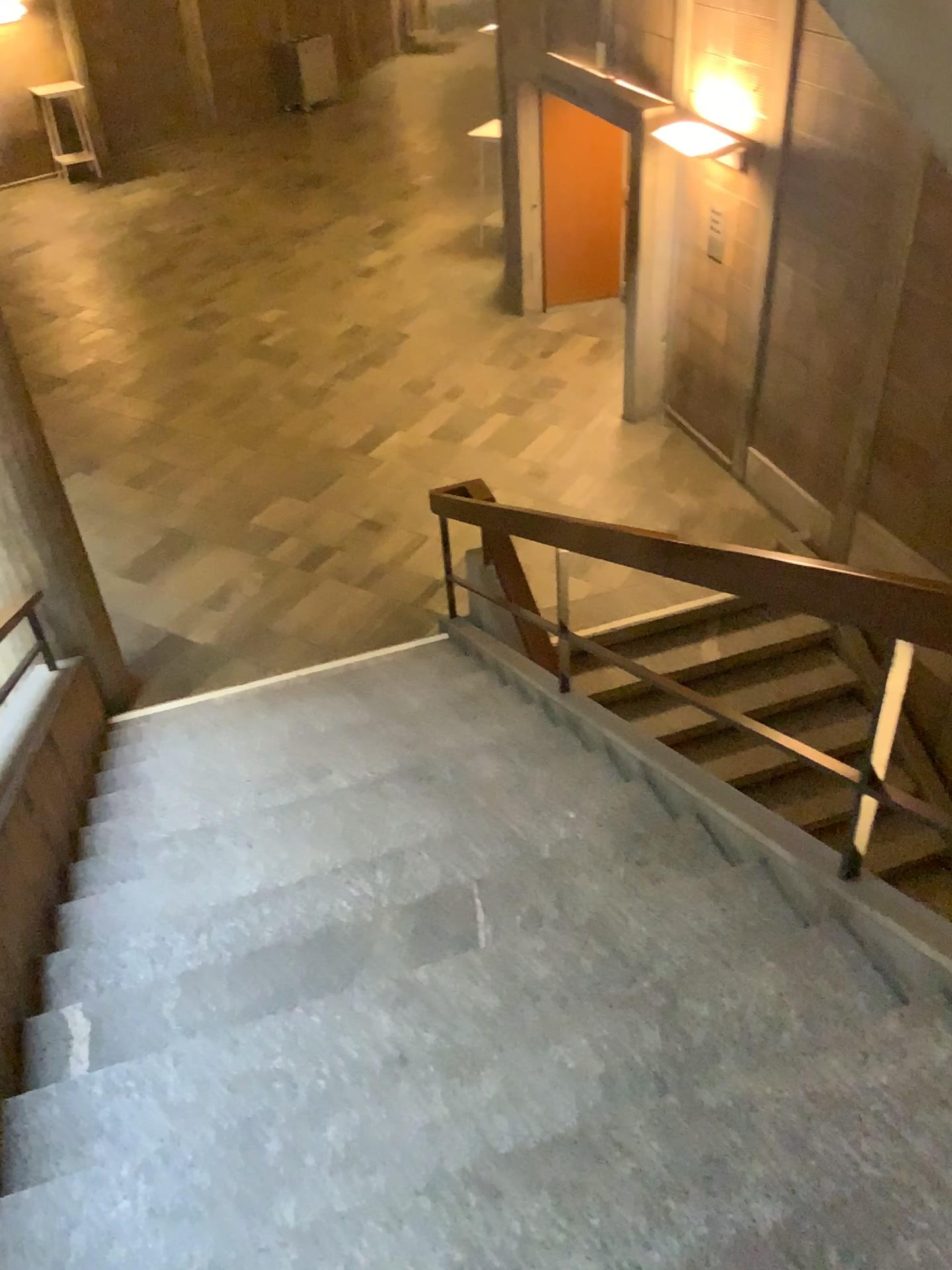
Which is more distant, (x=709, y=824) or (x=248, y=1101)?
(x=709, y=824)
